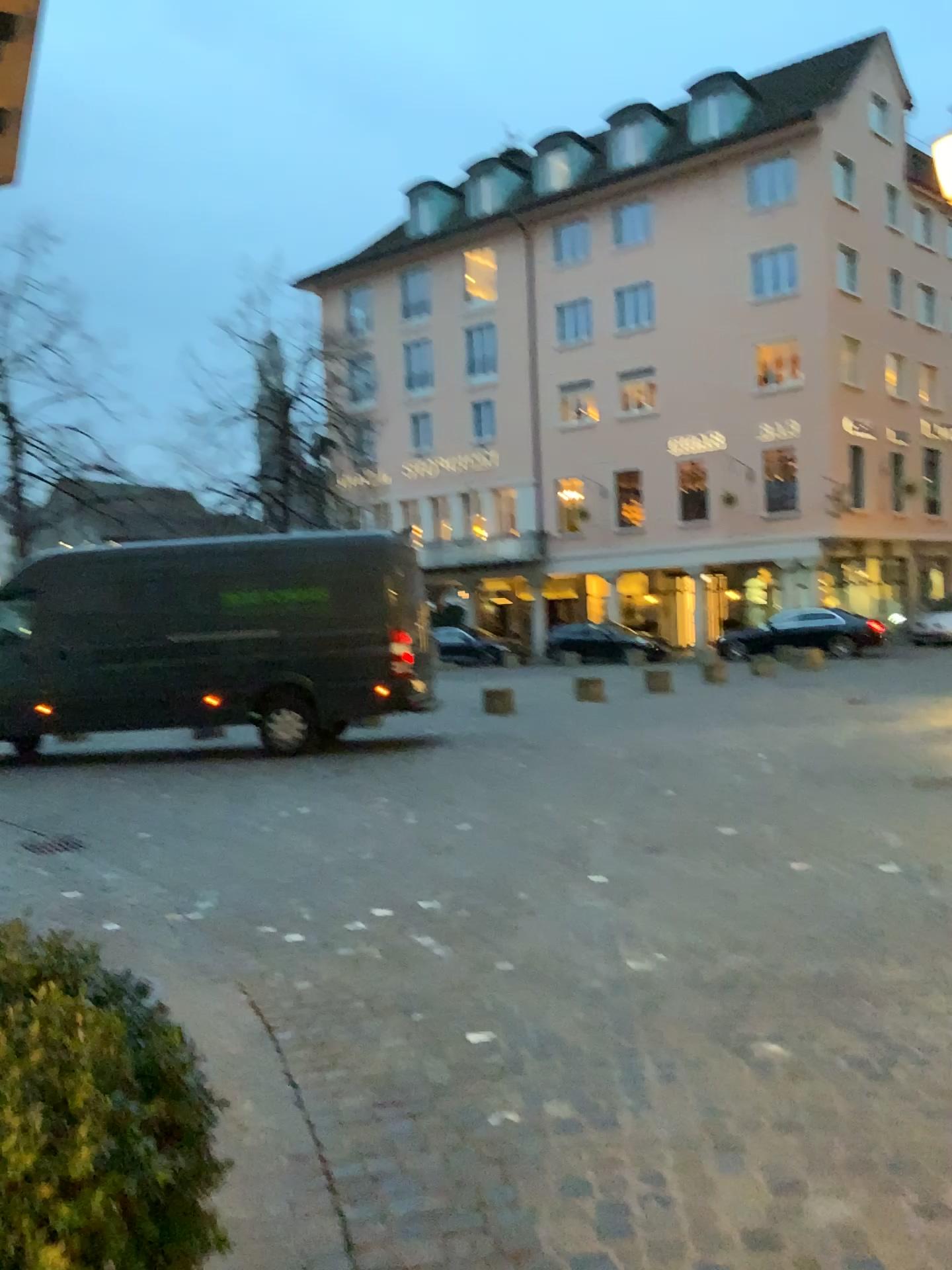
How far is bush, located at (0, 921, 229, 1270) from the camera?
1.0 meters

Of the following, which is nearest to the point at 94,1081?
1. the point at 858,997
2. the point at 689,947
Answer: the point at 858,997

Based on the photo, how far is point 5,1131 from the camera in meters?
1.0
